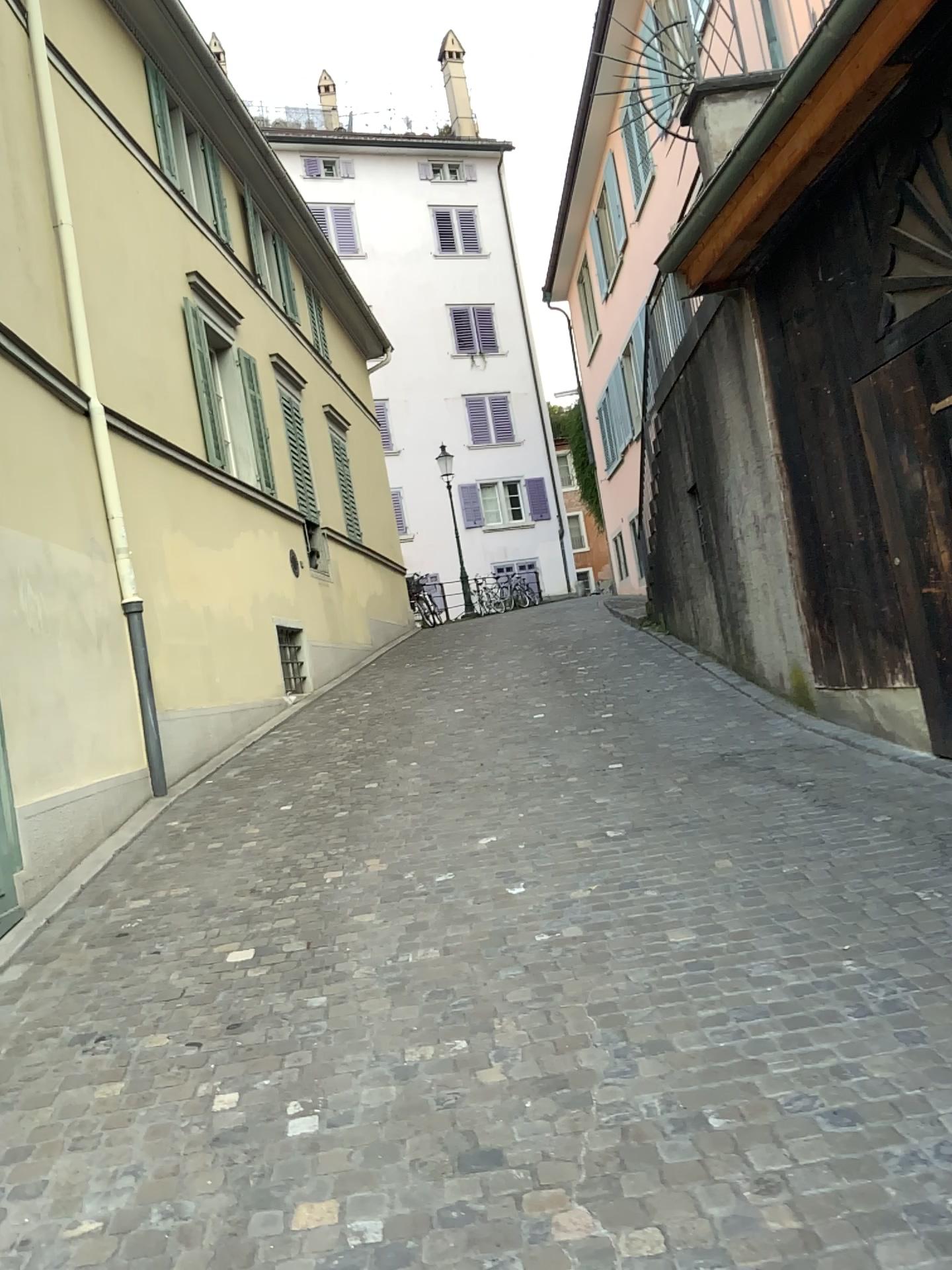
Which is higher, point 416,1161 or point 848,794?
point 848,794
